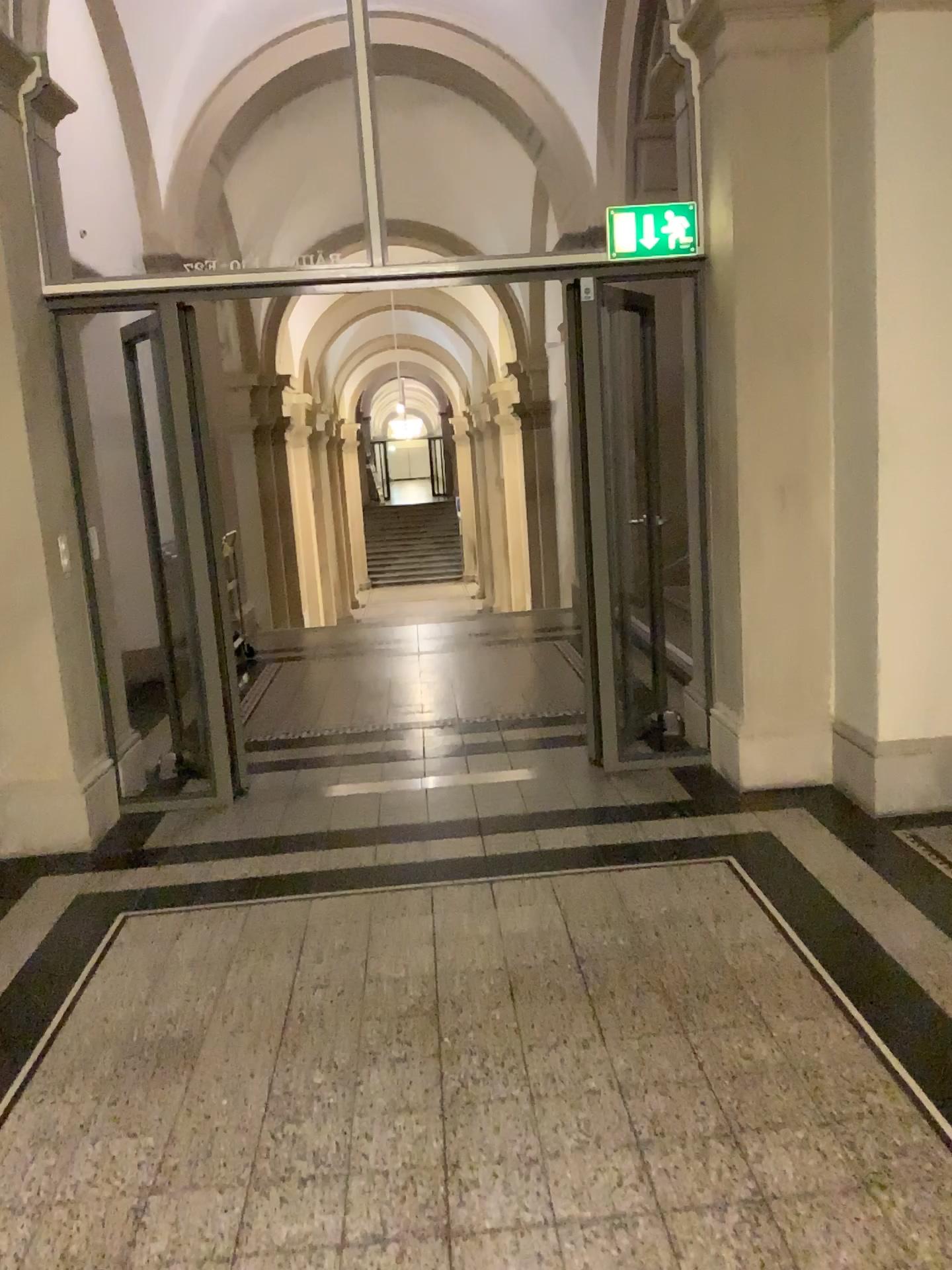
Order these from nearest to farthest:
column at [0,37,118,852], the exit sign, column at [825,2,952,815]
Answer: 1. column at [825,2,952,815]
2. column at [0,37,118,852]
3. the exit sign

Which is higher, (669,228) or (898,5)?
(898,5)

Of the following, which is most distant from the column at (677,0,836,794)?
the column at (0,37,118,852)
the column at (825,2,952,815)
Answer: the column at (0,37,118,852)

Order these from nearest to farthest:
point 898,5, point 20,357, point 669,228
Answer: point 898,5 < point 20,357 < point 669,228

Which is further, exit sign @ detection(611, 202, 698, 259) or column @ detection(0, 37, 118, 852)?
exit sign @ detection(611, 202, 698, 259)

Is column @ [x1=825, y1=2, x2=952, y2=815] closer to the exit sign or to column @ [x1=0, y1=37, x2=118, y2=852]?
the exit sign

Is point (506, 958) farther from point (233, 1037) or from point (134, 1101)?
point (134, 1101)

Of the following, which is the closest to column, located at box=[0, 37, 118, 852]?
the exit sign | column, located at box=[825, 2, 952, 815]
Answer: the exit sign

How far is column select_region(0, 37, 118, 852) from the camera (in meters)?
3.88

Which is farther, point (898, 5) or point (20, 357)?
point (20, 357)
